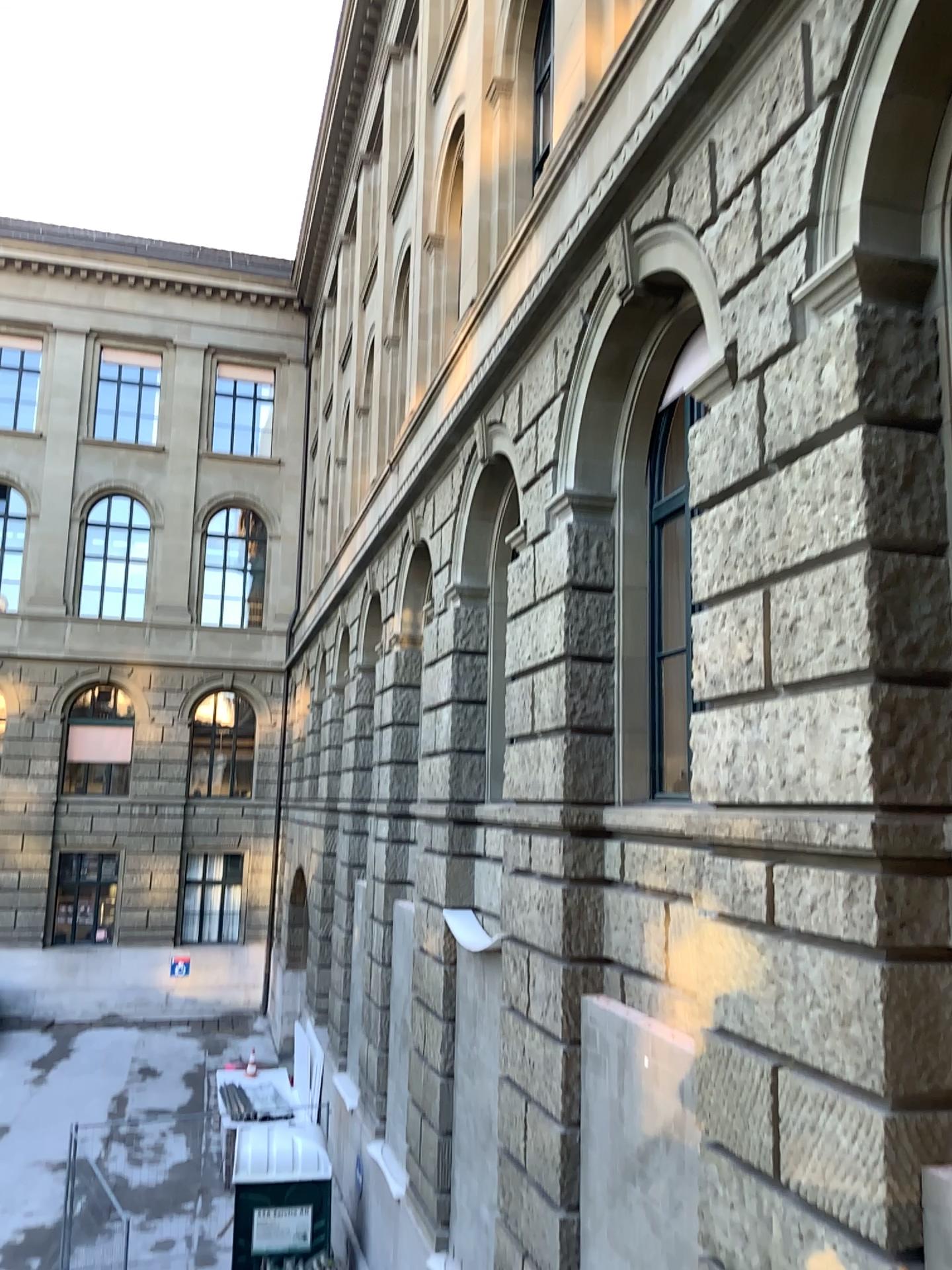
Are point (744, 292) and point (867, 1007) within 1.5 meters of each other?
no
